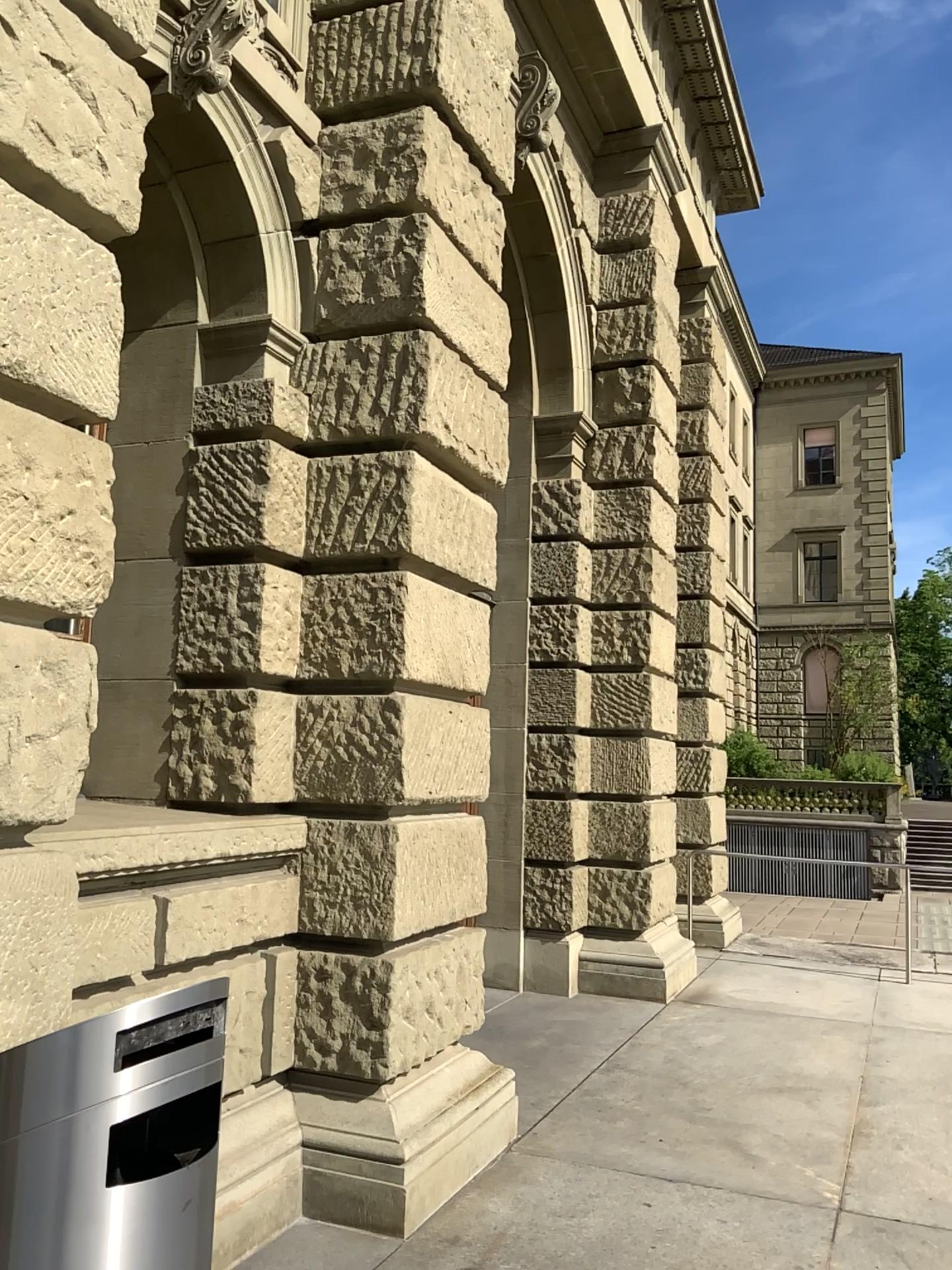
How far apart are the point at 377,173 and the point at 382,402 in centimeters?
103cm
